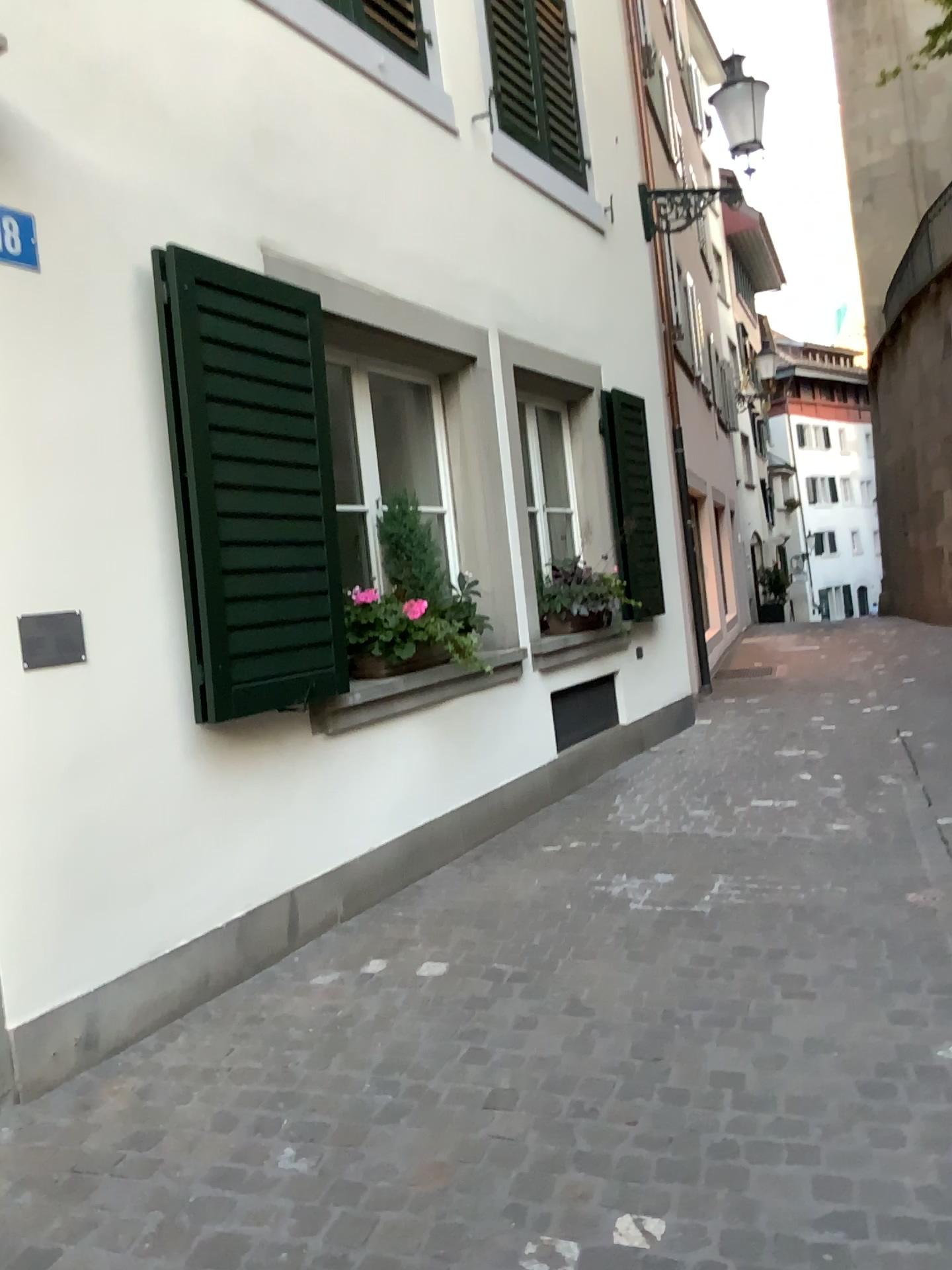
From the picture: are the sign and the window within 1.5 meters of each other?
no

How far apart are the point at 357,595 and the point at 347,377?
1.01m

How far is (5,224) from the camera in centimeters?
284cm

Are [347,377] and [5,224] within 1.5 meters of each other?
no

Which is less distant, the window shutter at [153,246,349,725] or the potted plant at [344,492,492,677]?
the window shutter at [153,246,349,725]

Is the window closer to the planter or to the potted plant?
the potted plant

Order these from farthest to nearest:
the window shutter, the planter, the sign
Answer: the planter, the window shutter, the sign

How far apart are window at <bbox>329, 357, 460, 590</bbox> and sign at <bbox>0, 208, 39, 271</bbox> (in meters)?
1.84

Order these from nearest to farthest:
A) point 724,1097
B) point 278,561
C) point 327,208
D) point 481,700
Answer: point 724,1097
point 278,561
point 327,208
point 481,700

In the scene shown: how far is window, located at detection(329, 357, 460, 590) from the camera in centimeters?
475cm
